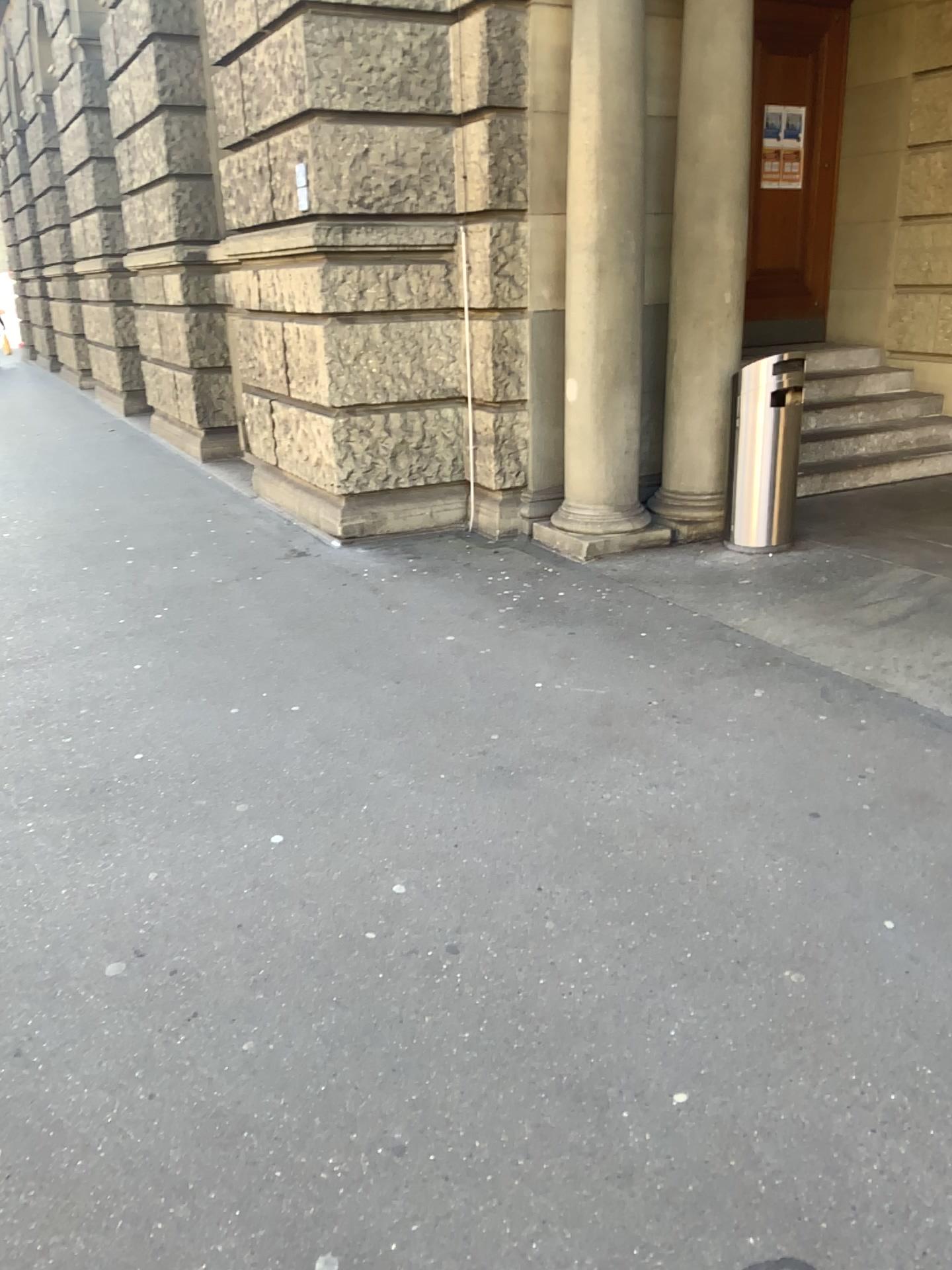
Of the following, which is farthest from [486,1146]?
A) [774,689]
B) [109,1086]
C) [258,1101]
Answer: [774,689]
